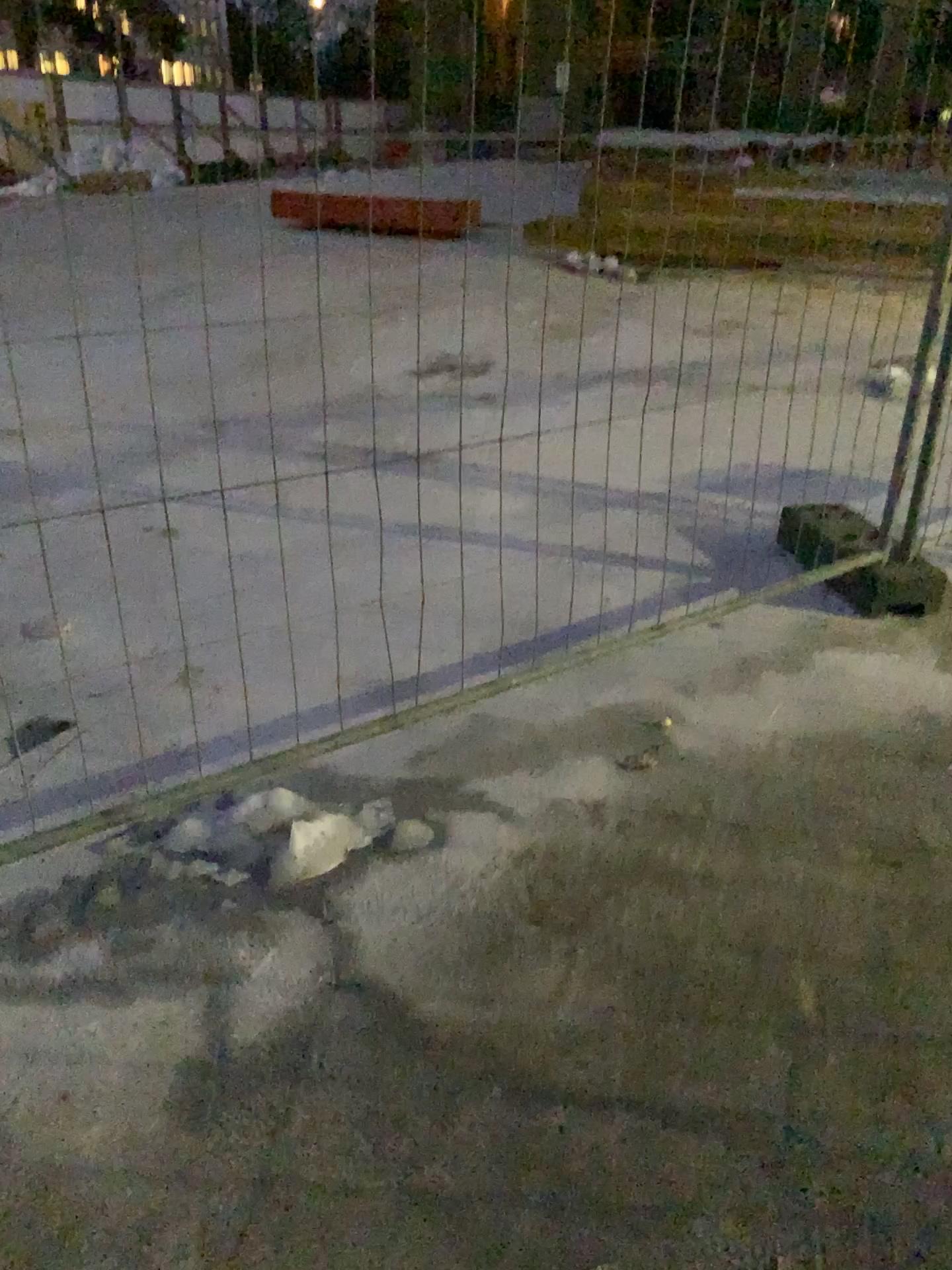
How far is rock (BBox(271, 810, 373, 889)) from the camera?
2.1m

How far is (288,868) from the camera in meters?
2.1 m

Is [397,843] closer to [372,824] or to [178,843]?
[372,824]

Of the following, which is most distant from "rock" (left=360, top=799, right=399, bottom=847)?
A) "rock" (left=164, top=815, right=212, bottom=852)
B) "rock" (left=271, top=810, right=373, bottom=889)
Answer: "rock" (left=164, top=815, right=212, bottom=852)

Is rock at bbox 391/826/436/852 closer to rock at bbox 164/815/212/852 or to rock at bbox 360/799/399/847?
rock at bbox 360/799/399/847

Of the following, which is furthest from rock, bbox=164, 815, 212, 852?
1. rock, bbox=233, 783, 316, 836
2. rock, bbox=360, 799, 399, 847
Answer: rock, bbox=360, 799, 399, 847

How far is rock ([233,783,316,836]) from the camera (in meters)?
2.22

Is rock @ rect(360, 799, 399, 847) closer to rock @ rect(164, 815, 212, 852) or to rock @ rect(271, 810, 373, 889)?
rock @ rect(271, 810, 373, 889)

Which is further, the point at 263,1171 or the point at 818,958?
the point at 818,958

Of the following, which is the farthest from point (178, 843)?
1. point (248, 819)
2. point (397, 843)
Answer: point (397, 843)
